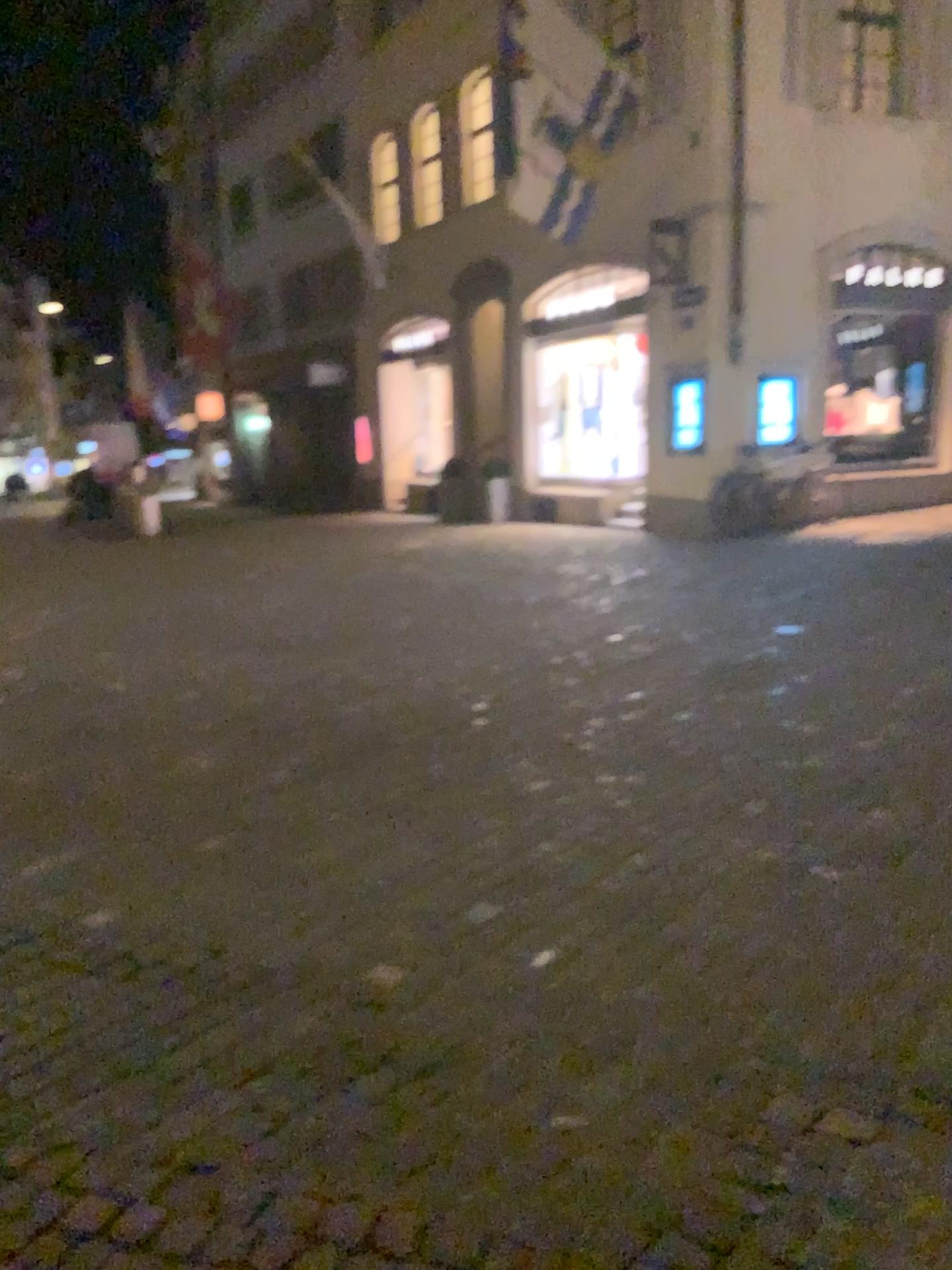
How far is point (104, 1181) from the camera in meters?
2.2
